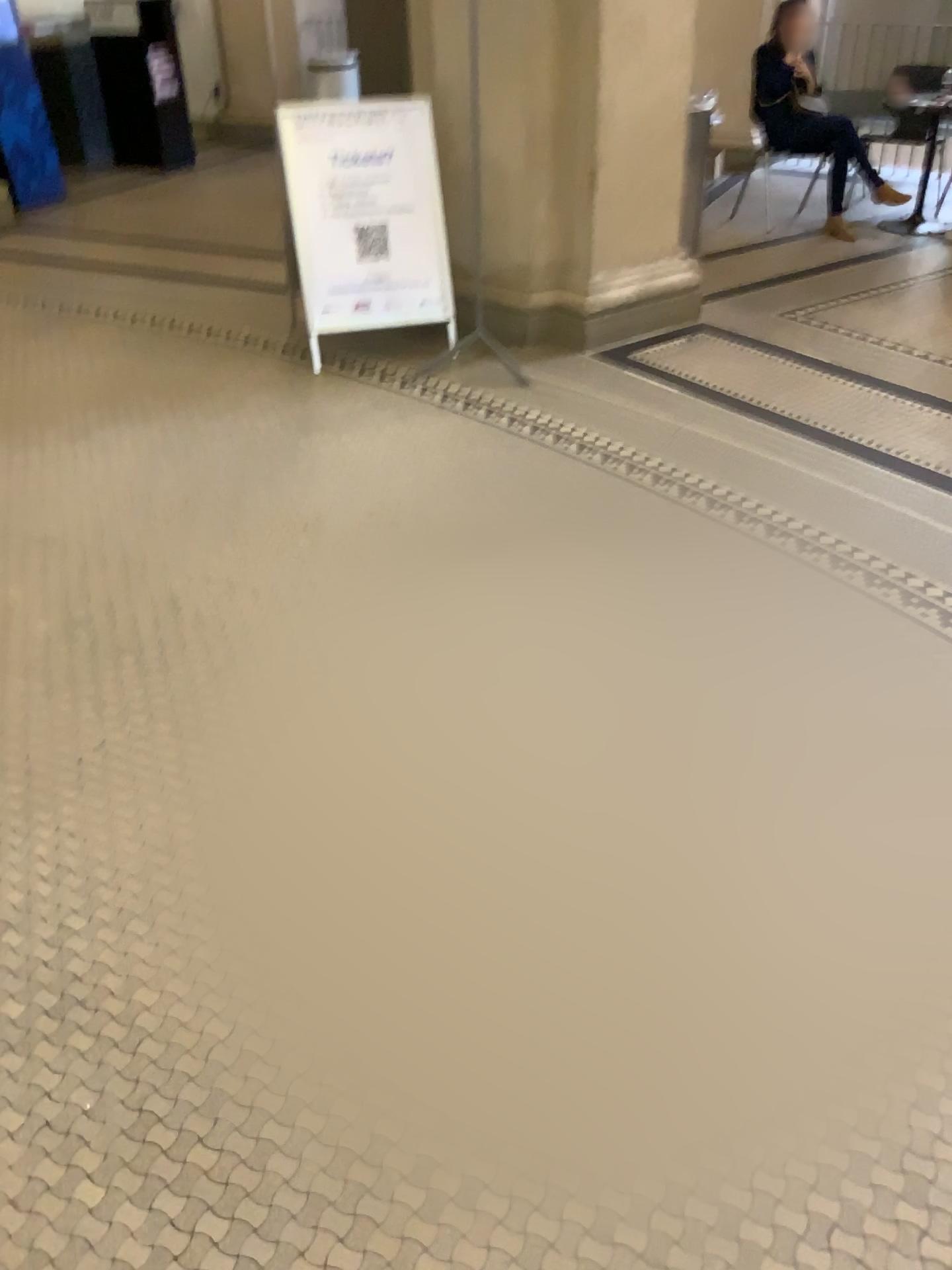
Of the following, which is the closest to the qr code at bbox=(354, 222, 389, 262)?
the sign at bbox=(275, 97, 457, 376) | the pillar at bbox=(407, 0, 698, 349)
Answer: the sign at bbox=(275, 97, 457, 376)

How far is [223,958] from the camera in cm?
194

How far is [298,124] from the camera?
4.4m

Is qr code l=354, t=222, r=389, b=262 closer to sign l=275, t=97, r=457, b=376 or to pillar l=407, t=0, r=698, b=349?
sign l=275, t=97, r=457, b=376

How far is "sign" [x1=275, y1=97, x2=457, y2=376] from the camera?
4.4 meters

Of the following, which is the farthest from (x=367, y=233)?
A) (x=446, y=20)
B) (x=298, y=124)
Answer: (x=446, y=20)

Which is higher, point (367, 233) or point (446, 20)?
point (446, 20)
